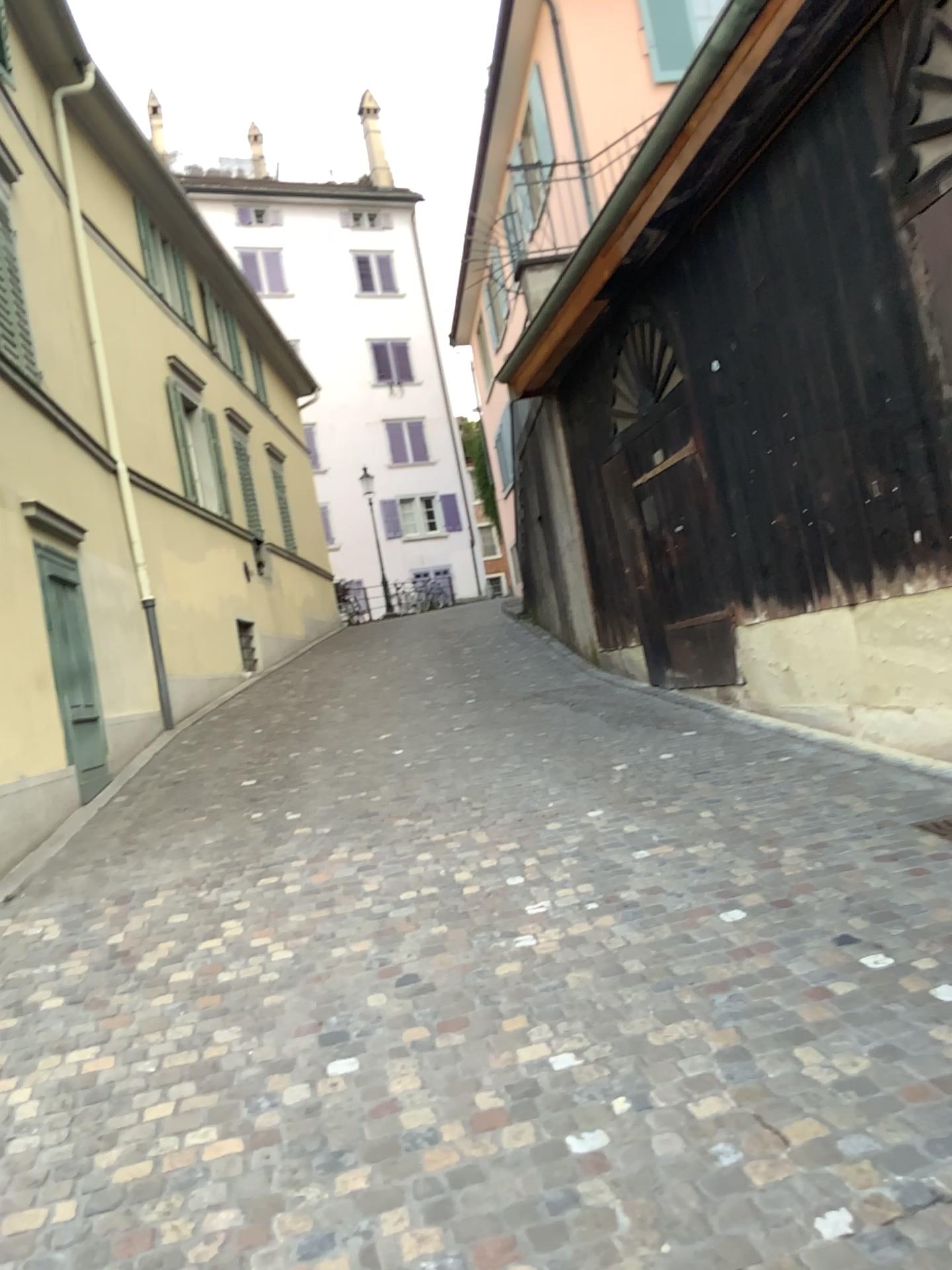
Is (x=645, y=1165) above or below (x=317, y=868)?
below
